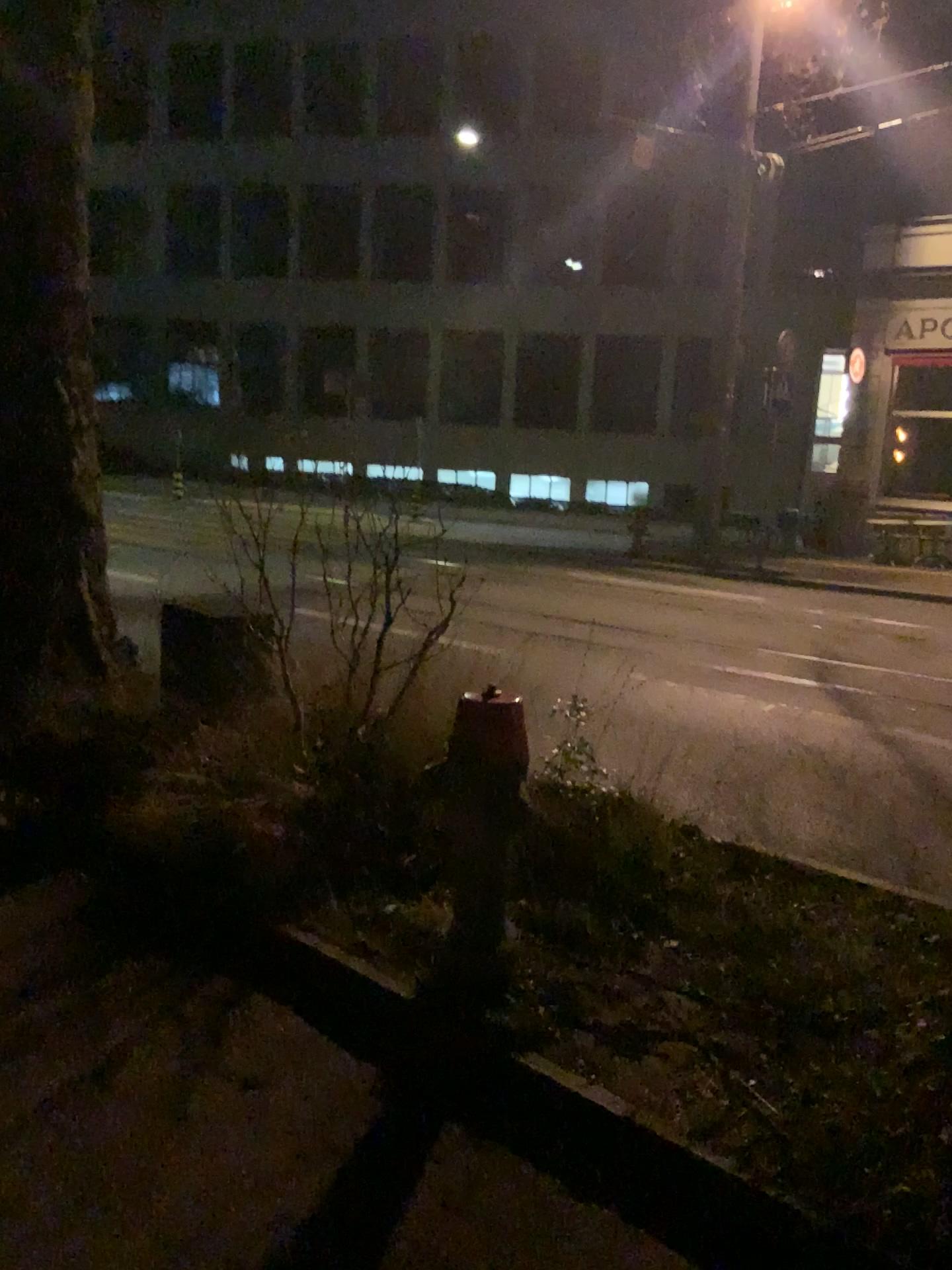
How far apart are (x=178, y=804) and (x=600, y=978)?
1.58m
